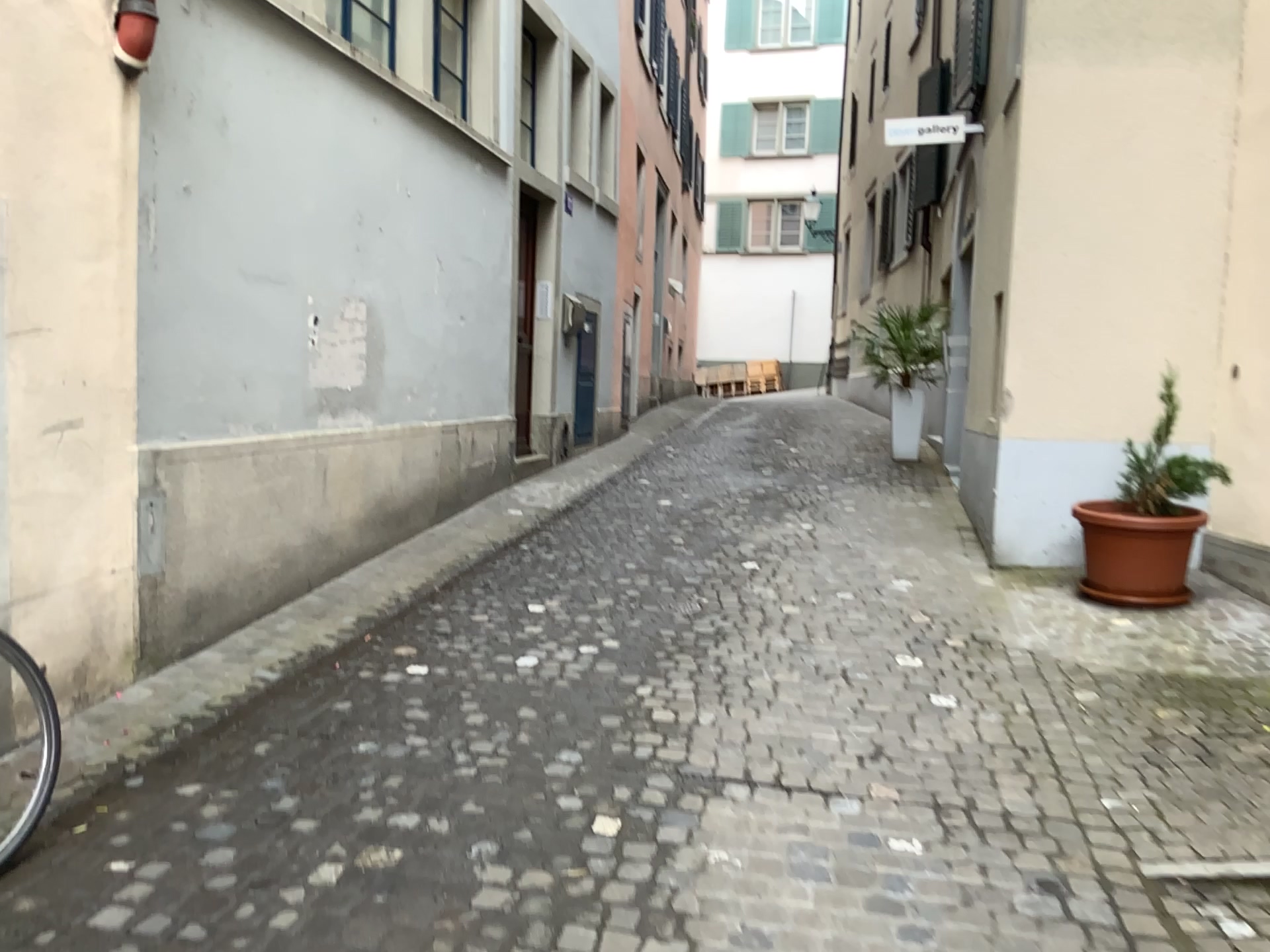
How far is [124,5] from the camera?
3.5 meters

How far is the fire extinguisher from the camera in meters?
3.5

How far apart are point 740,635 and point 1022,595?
1.64m
